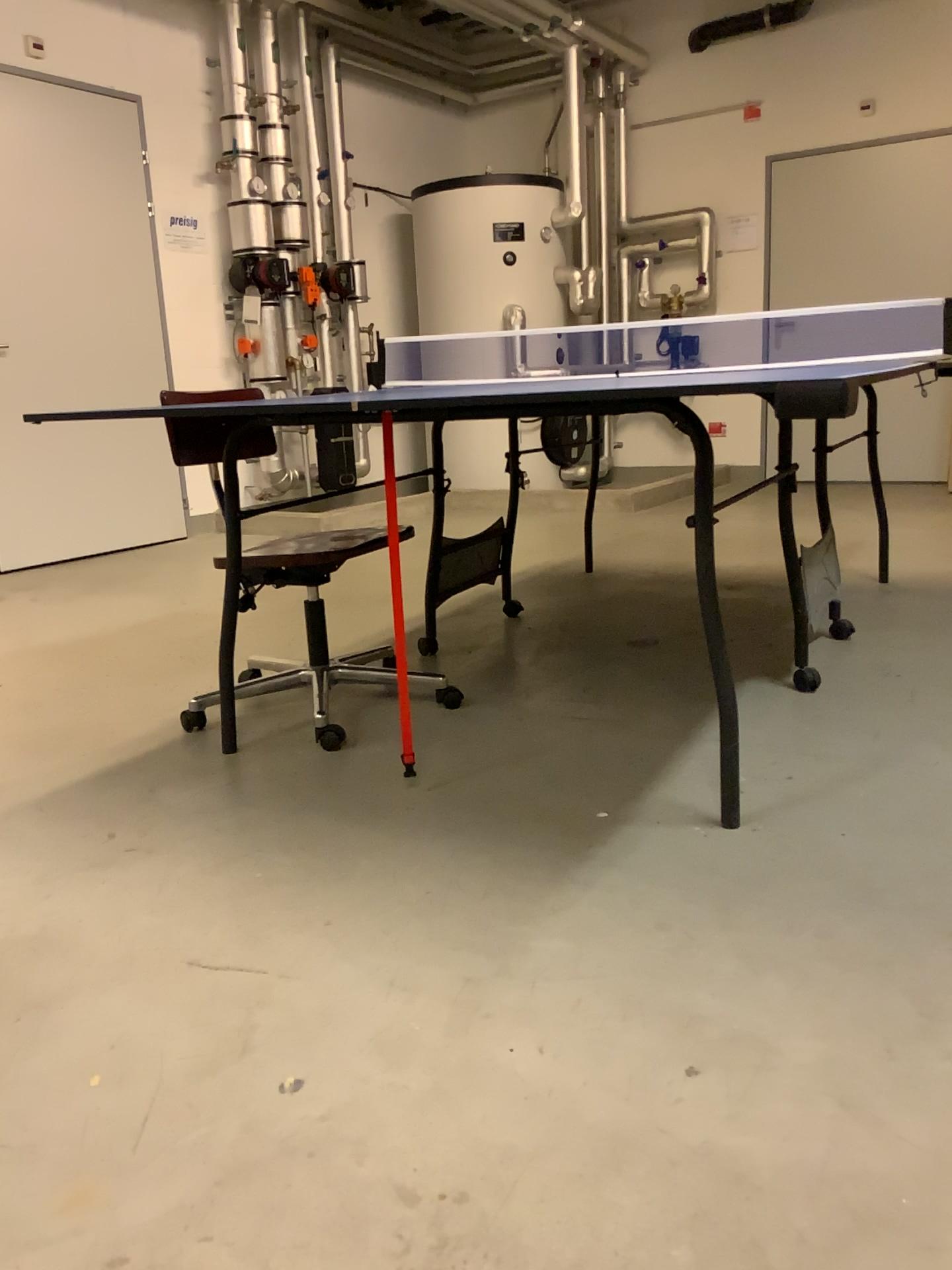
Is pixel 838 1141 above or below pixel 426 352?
below
